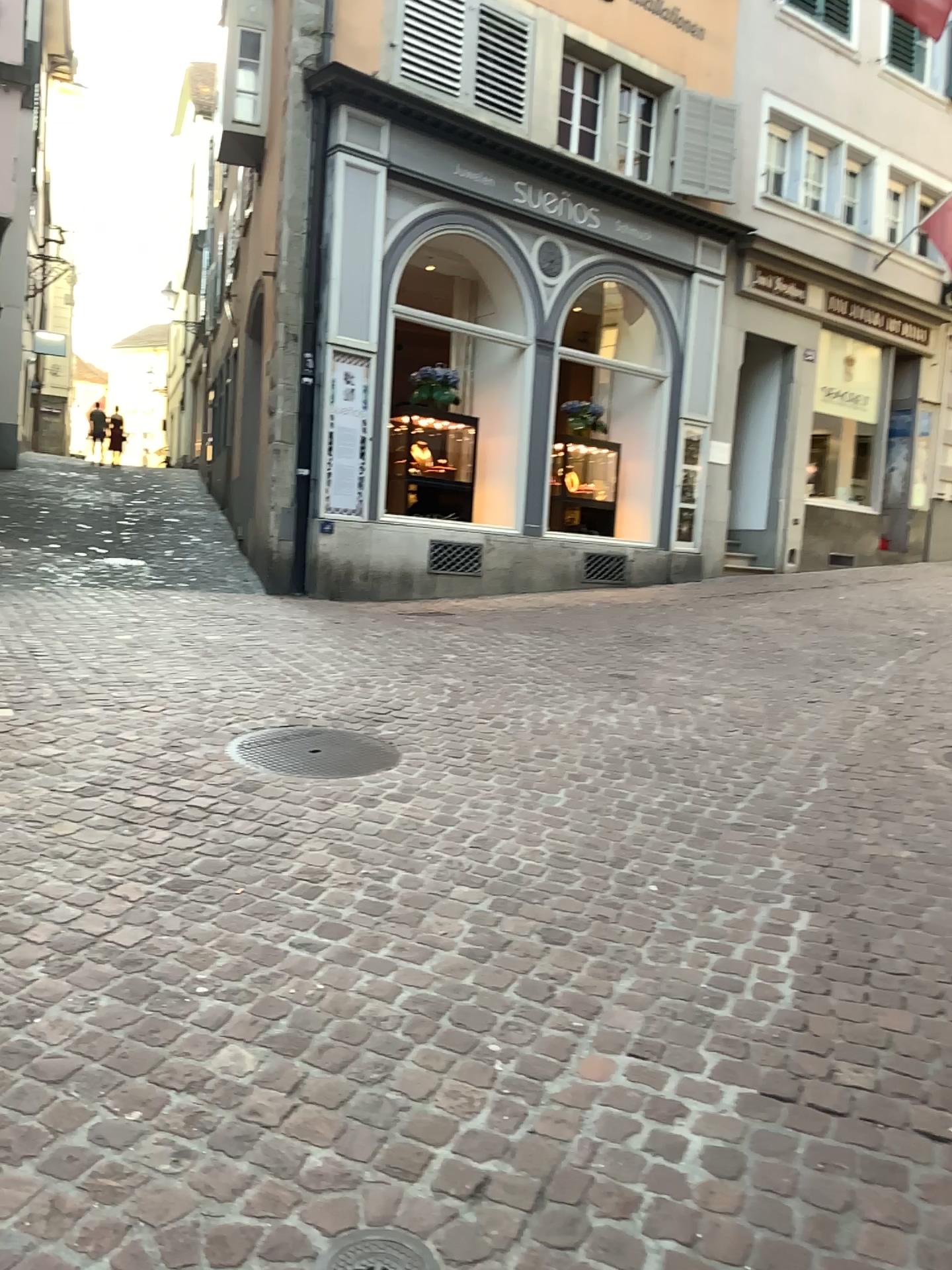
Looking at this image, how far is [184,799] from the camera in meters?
3.7 m
